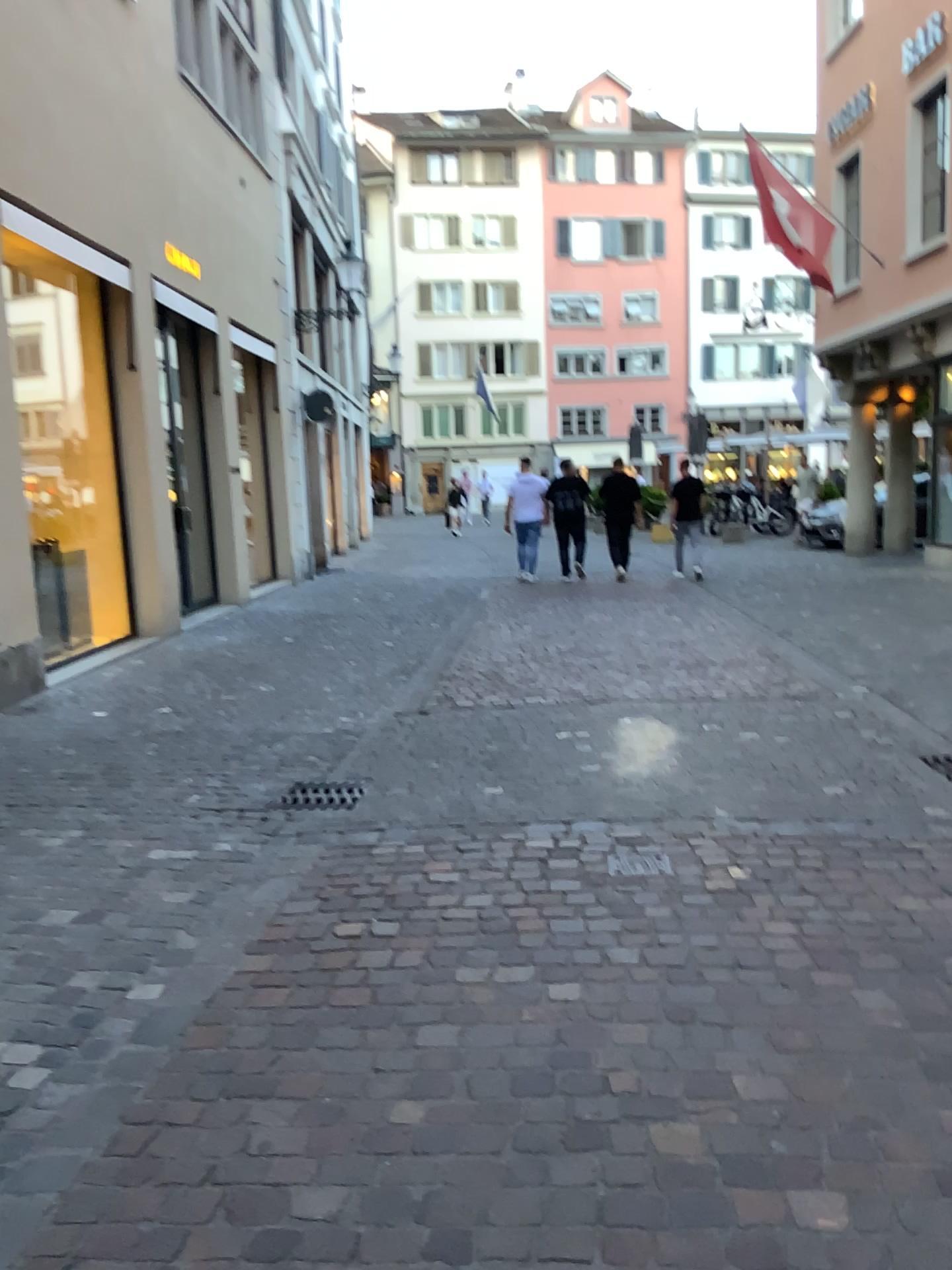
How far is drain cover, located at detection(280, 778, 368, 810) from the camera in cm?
476

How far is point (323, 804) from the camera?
4.76m

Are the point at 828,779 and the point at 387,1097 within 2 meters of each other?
no
